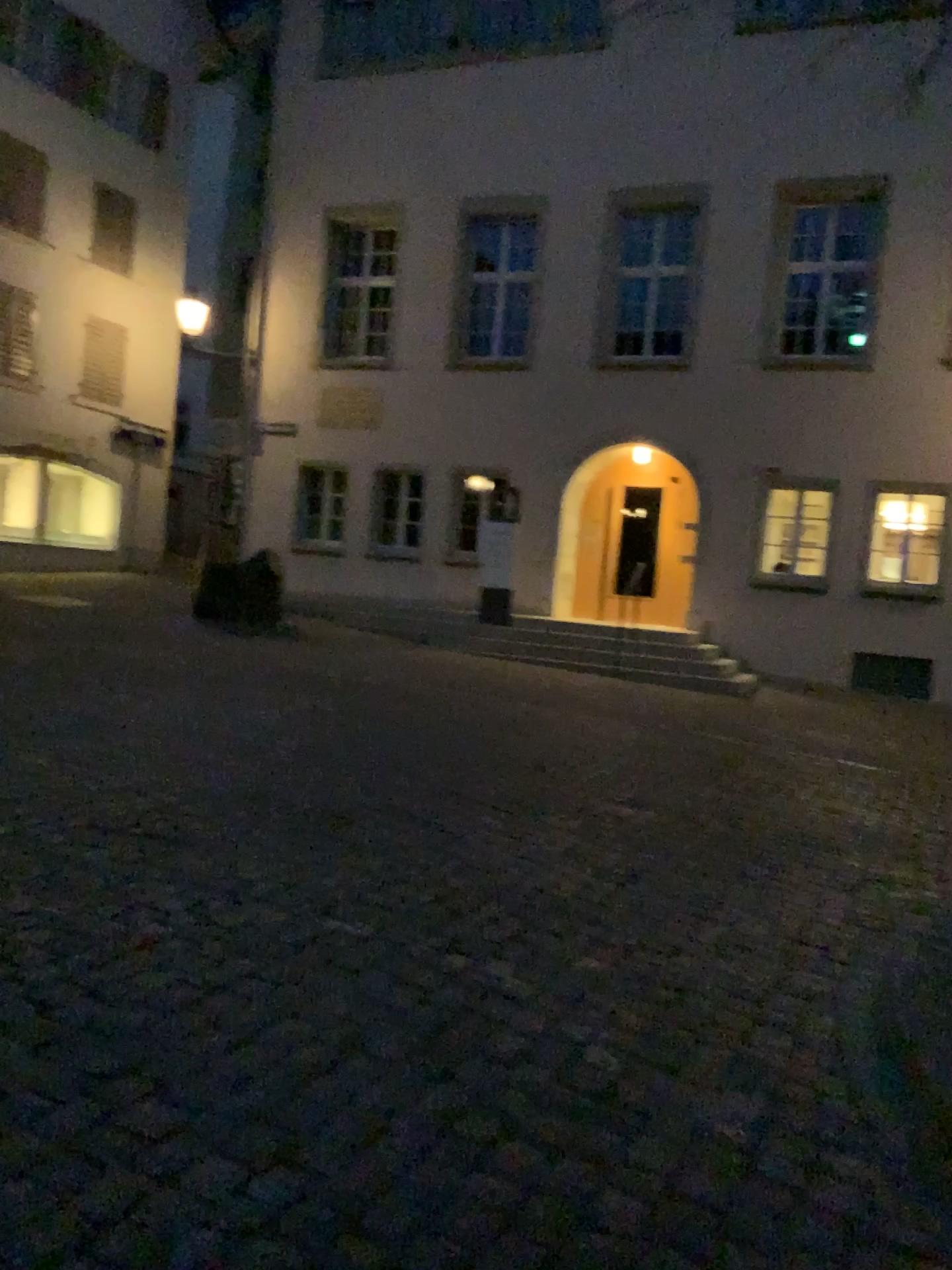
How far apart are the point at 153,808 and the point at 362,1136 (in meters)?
2.72
